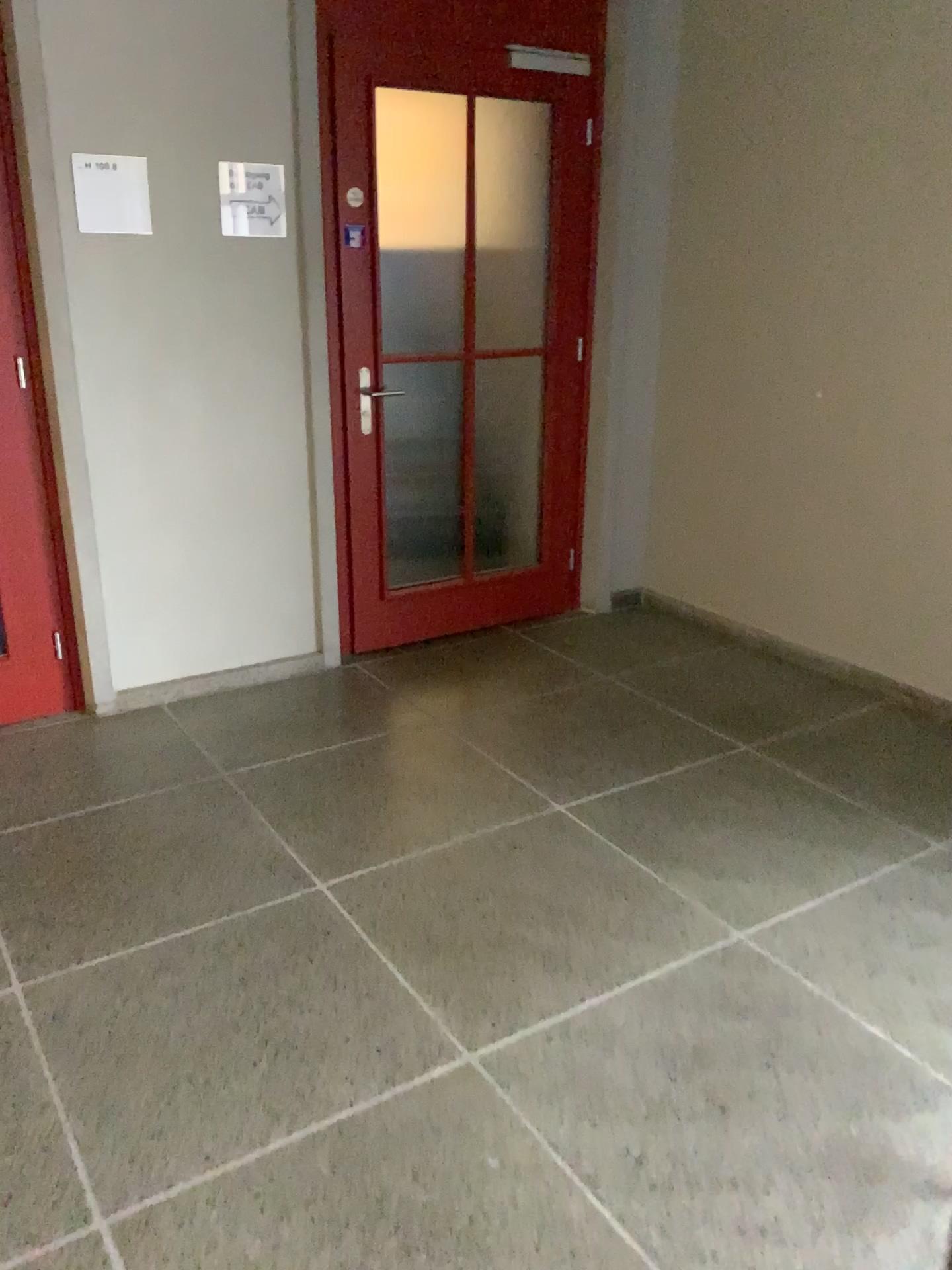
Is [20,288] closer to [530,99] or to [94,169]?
[94,169]

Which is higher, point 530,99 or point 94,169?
point 530,99

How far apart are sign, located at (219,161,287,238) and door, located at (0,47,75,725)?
0.6m

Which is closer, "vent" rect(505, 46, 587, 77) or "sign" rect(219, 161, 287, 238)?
"sign" rect(219, 161, 287, 238)

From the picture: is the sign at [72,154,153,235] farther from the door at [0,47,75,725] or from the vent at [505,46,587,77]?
the vent at [505,46,587,77]

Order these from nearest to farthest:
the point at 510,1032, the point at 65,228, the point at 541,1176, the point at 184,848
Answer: the point at 541,1176
the point at 510,1032
the point at 184,848
the point at 65,228

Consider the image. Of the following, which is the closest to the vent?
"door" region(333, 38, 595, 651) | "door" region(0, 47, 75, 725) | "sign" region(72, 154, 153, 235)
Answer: "door" region(333, 38, 595, 651)

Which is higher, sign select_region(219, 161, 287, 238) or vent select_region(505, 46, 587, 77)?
vent select_region(505, 46, 587, 77)

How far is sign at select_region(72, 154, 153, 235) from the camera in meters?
3.0 m

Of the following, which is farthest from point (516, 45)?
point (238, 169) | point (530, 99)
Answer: point (238, 169)
